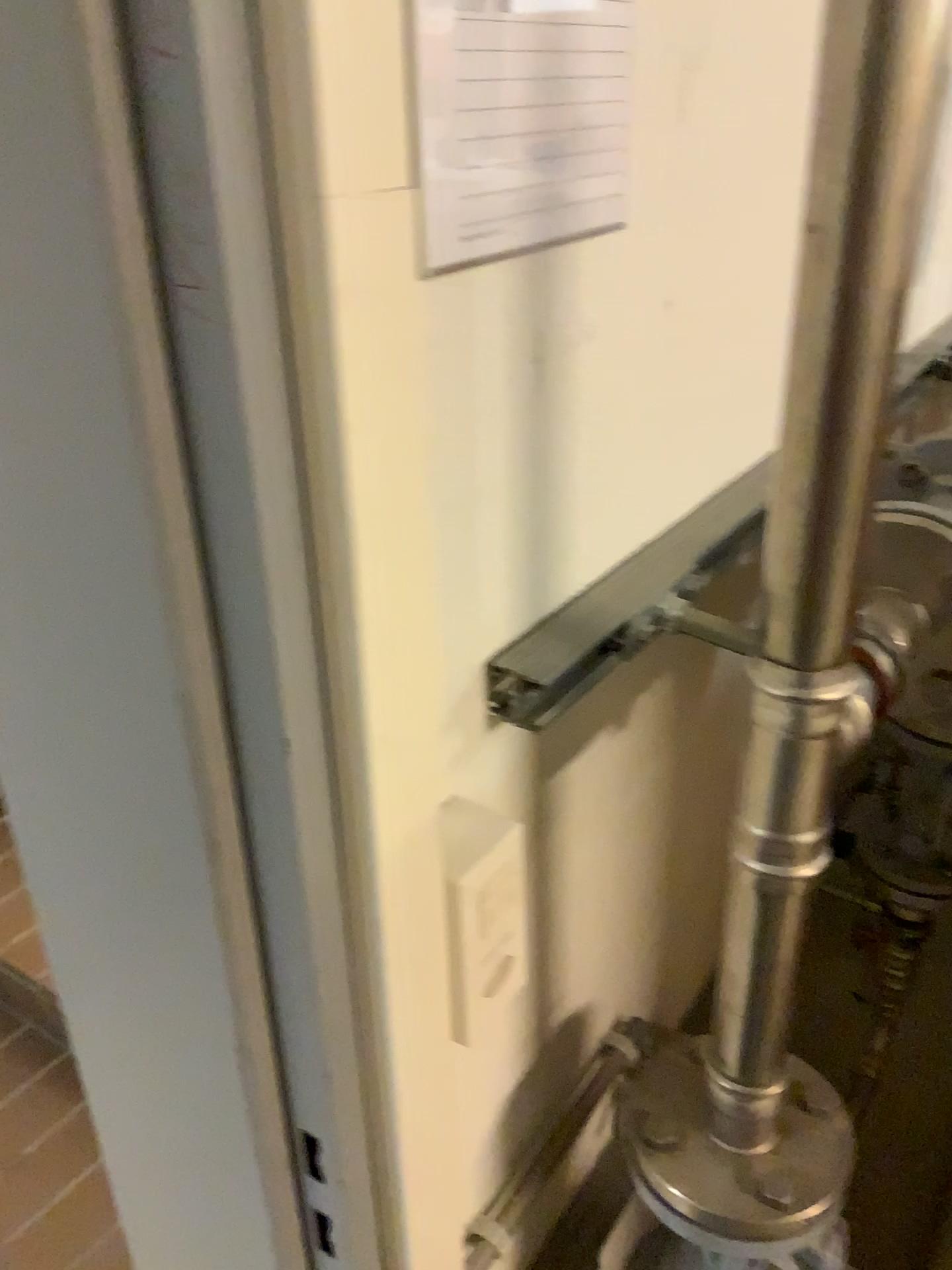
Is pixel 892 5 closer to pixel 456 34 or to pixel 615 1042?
pixel 456 34

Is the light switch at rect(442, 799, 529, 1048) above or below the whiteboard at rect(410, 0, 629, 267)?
below

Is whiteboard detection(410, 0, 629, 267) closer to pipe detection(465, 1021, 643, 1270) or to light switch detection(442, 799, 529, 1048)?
light switch detection(442, 799, 529, 1048)

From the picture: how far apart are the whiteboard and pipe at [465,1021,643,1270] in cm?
66

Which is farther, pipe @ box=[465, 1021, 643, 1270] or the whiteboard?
pipe @ box=[465, 1021, 643, 1270]

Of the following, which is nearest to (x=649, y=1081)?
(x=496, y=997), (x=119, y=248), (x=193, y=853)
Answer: (x=496, y=997)

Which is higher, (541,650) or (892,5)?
(892,5)

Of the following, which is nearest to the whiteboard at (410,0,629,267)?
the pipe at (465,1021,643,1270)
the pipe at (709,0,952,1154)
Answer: the pipe at (709,0,952,1154)

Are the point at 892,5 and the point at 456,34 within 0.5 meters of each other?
yes

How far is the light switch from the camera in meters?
0.6
